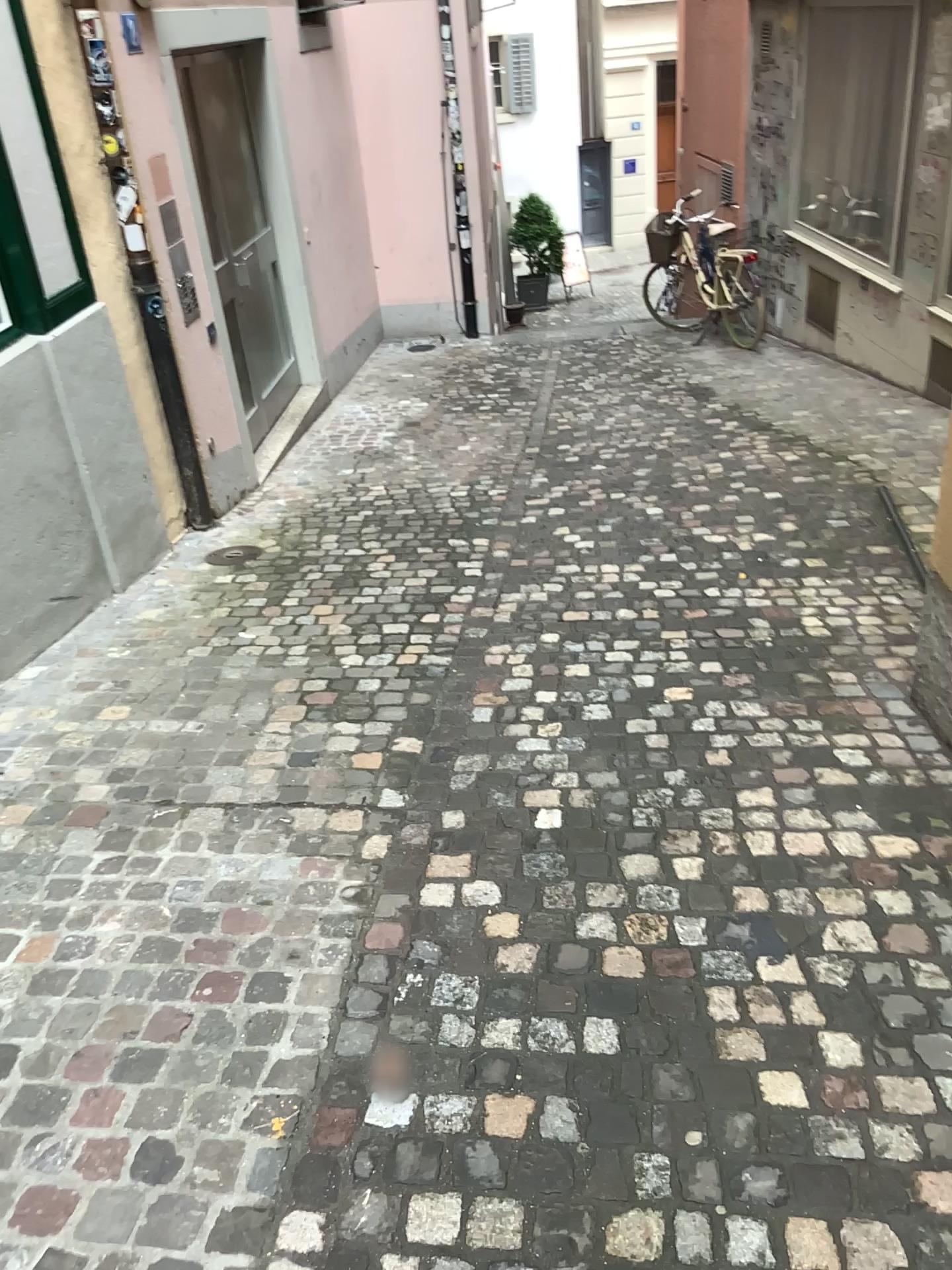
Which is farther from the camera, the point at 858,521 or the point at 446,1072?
the point at 858,521
